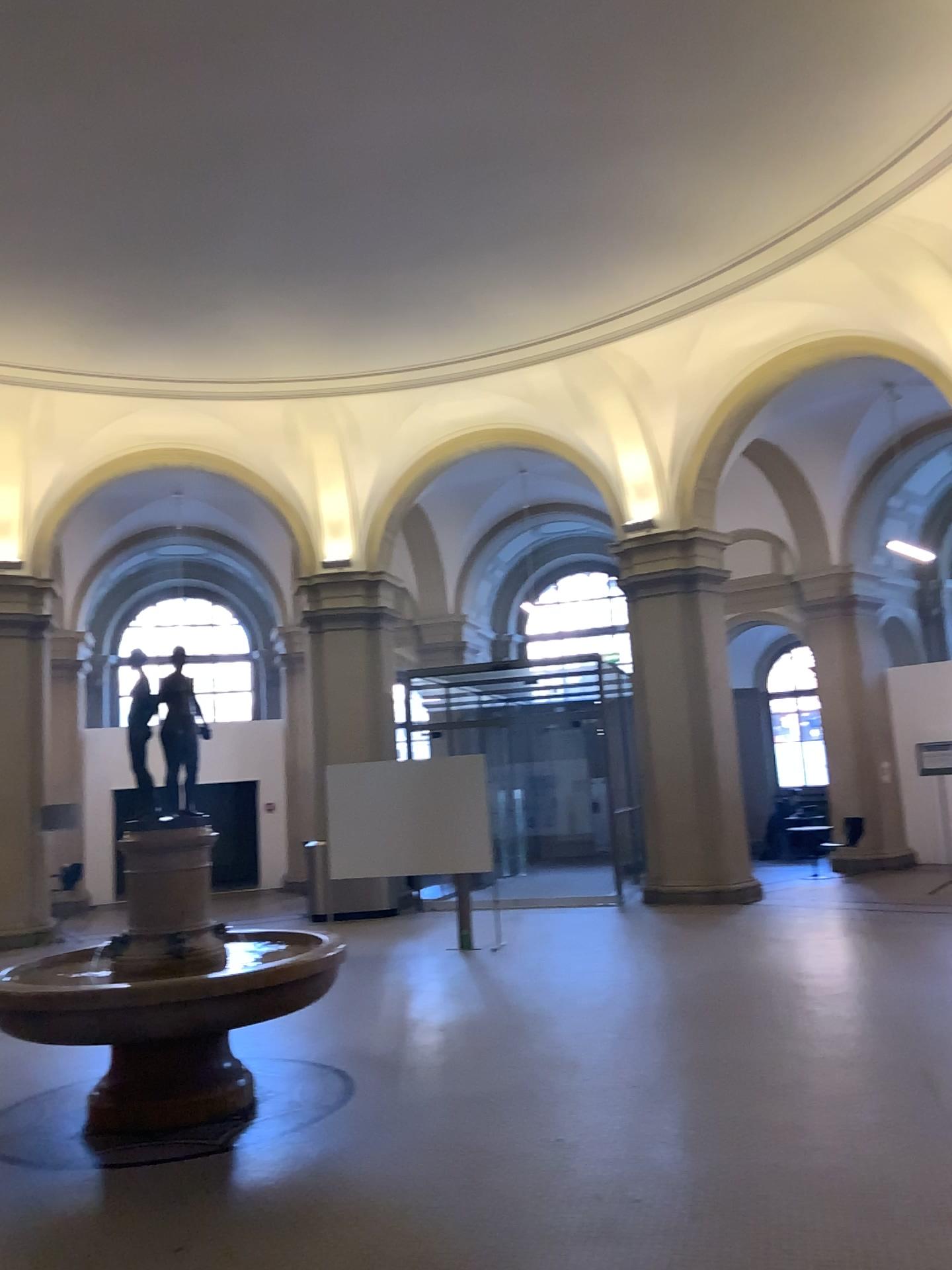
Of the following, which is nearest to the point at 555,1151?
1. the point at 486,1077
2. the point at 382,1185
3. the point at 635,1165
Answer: the point at 635,1165
